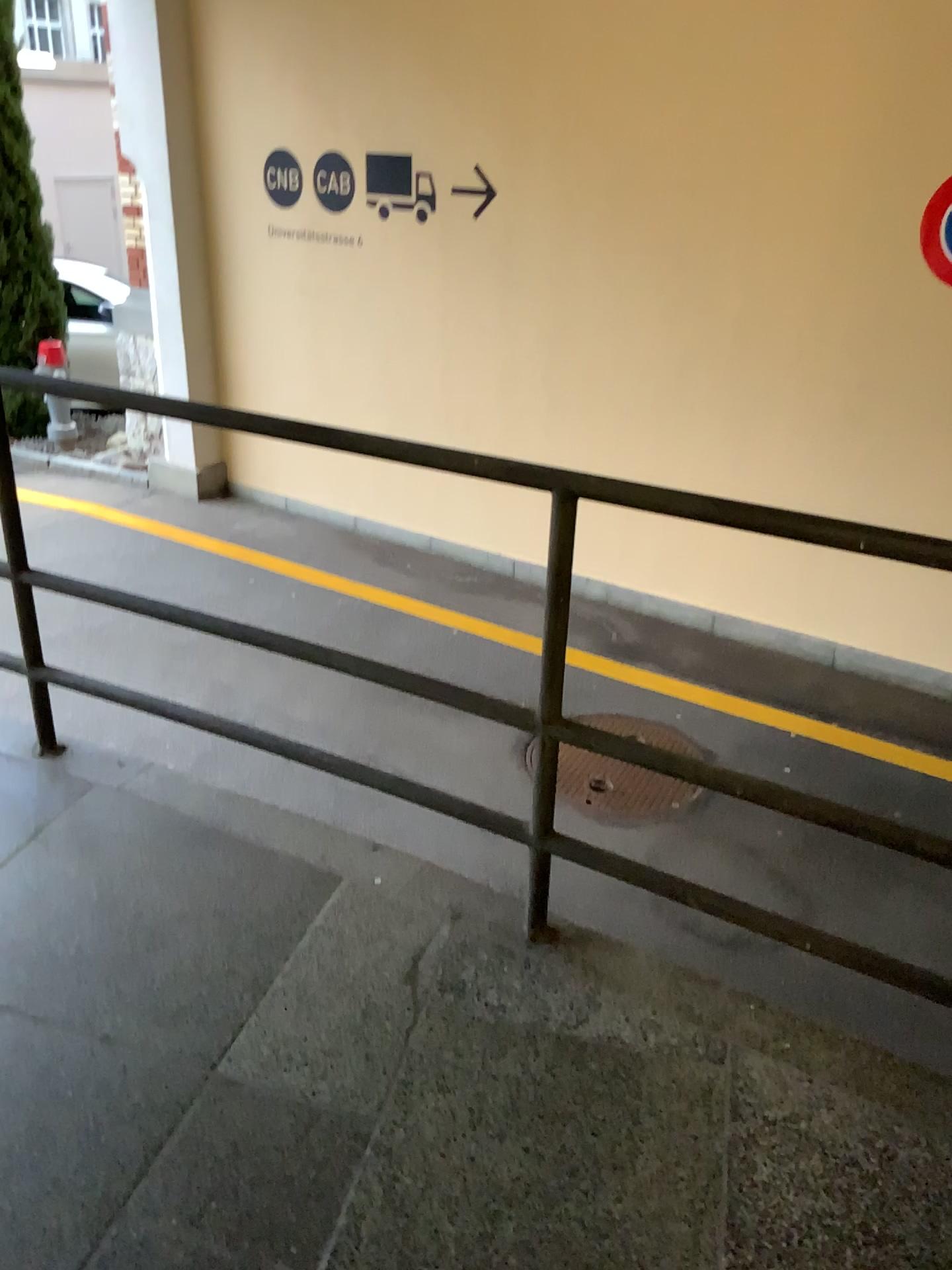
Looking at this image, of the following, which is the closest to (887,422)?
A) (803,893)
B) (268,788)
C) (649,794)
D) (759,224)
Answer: (759,224)
